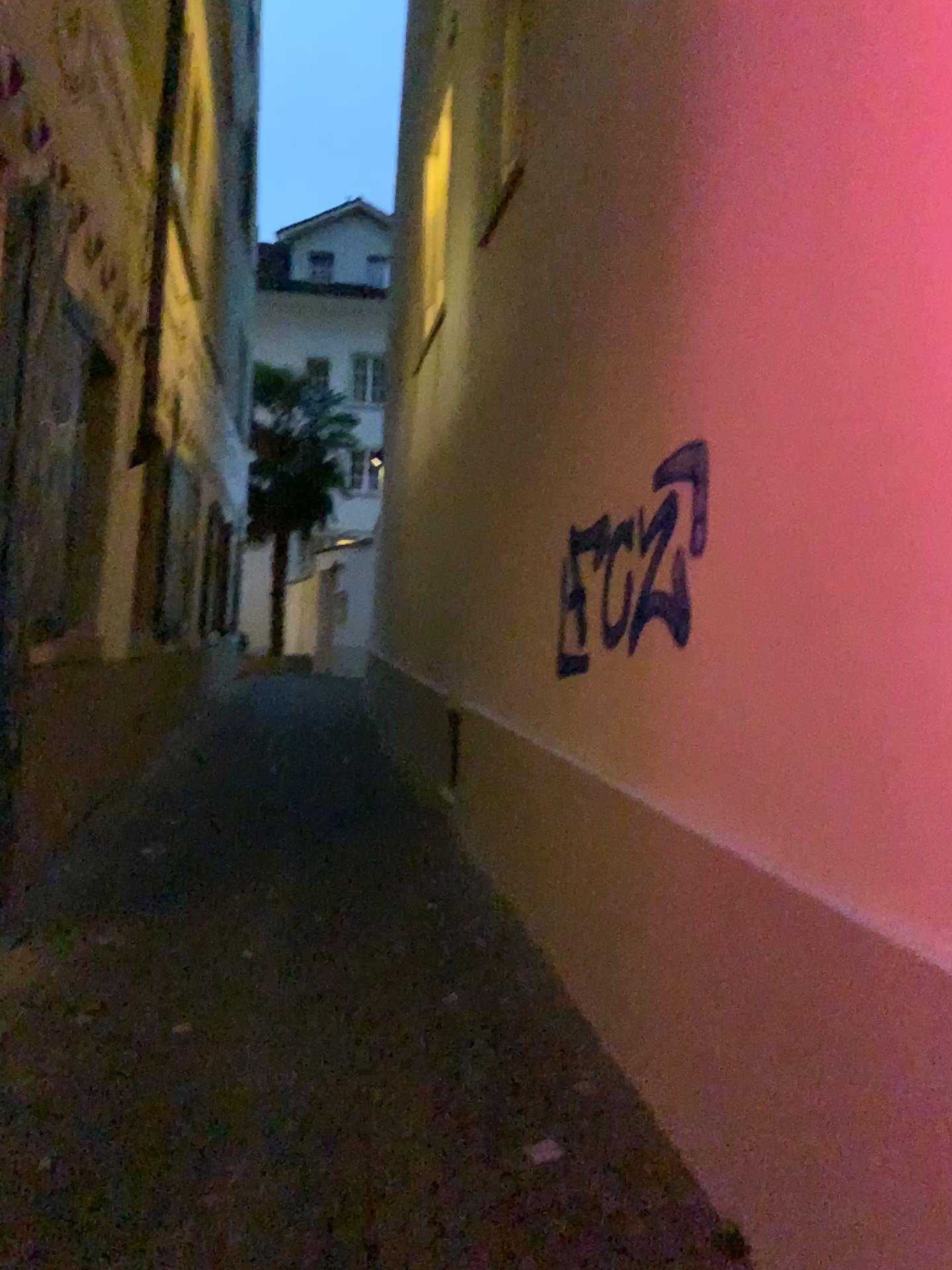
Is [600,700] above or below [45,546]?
below
